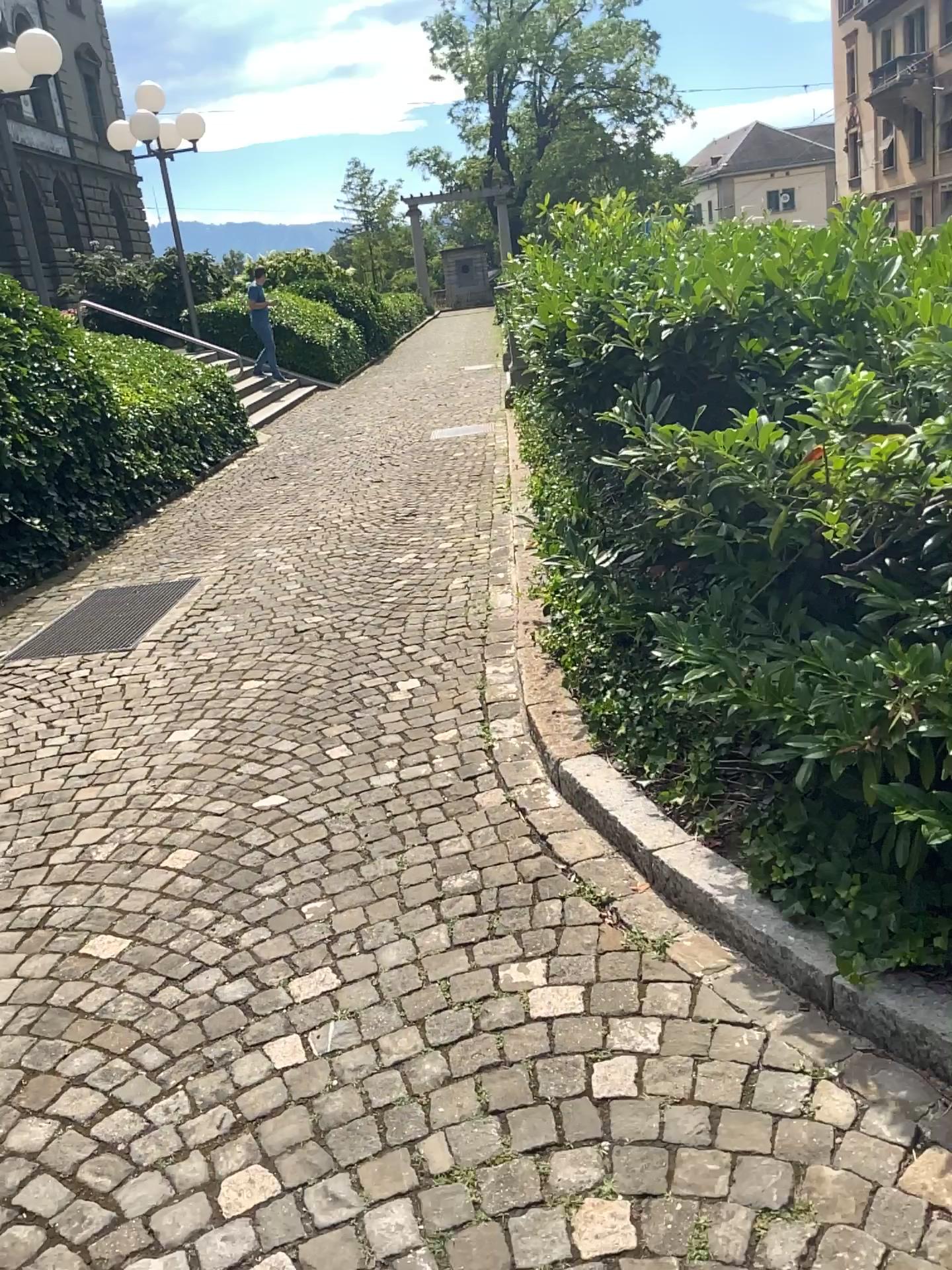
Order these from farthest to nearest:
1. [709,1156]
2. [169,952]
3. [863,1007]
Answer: [169,952] → [863,1007] → [709,1156]
